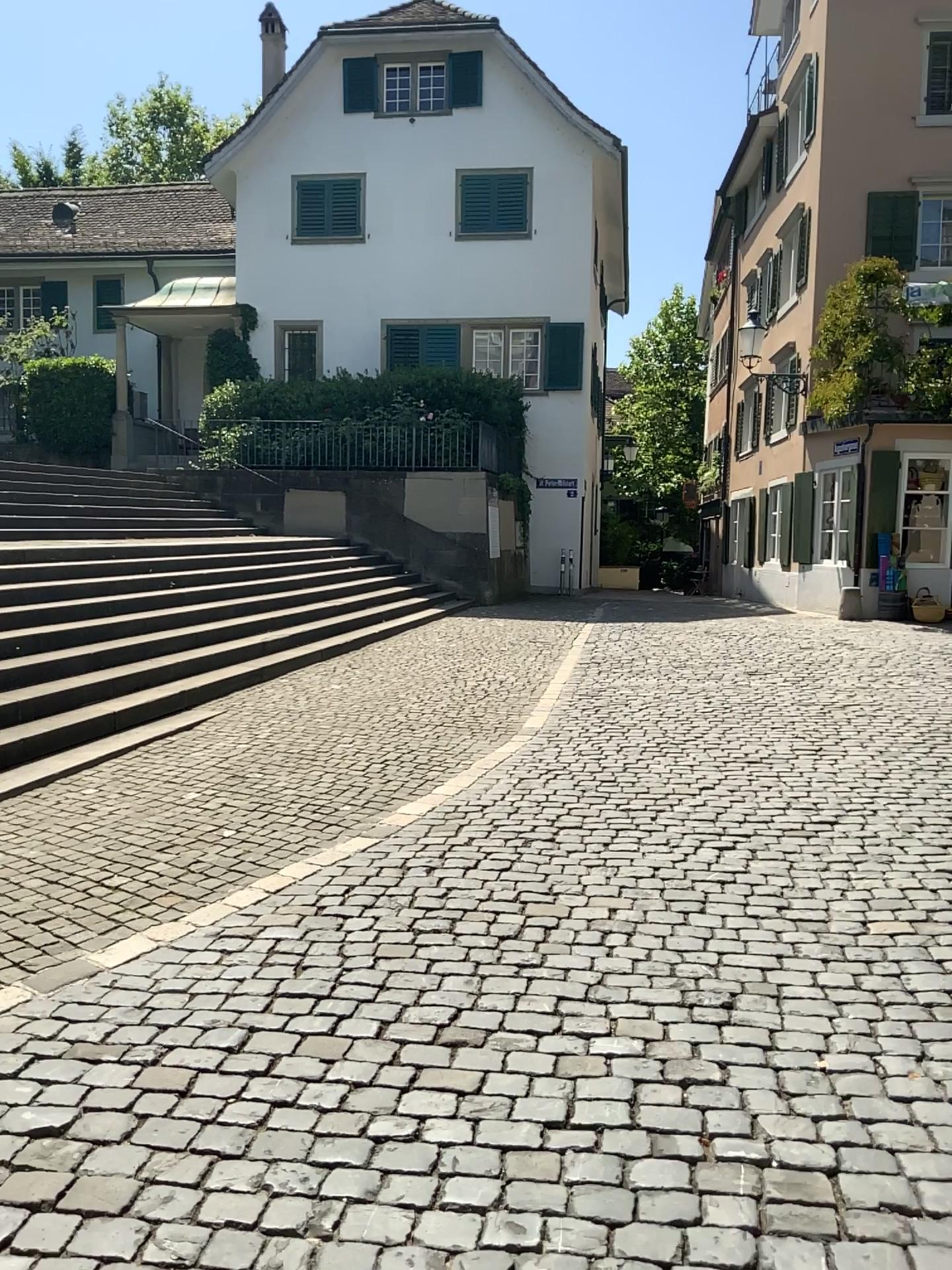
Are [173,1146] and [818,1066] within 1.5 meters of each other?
no
